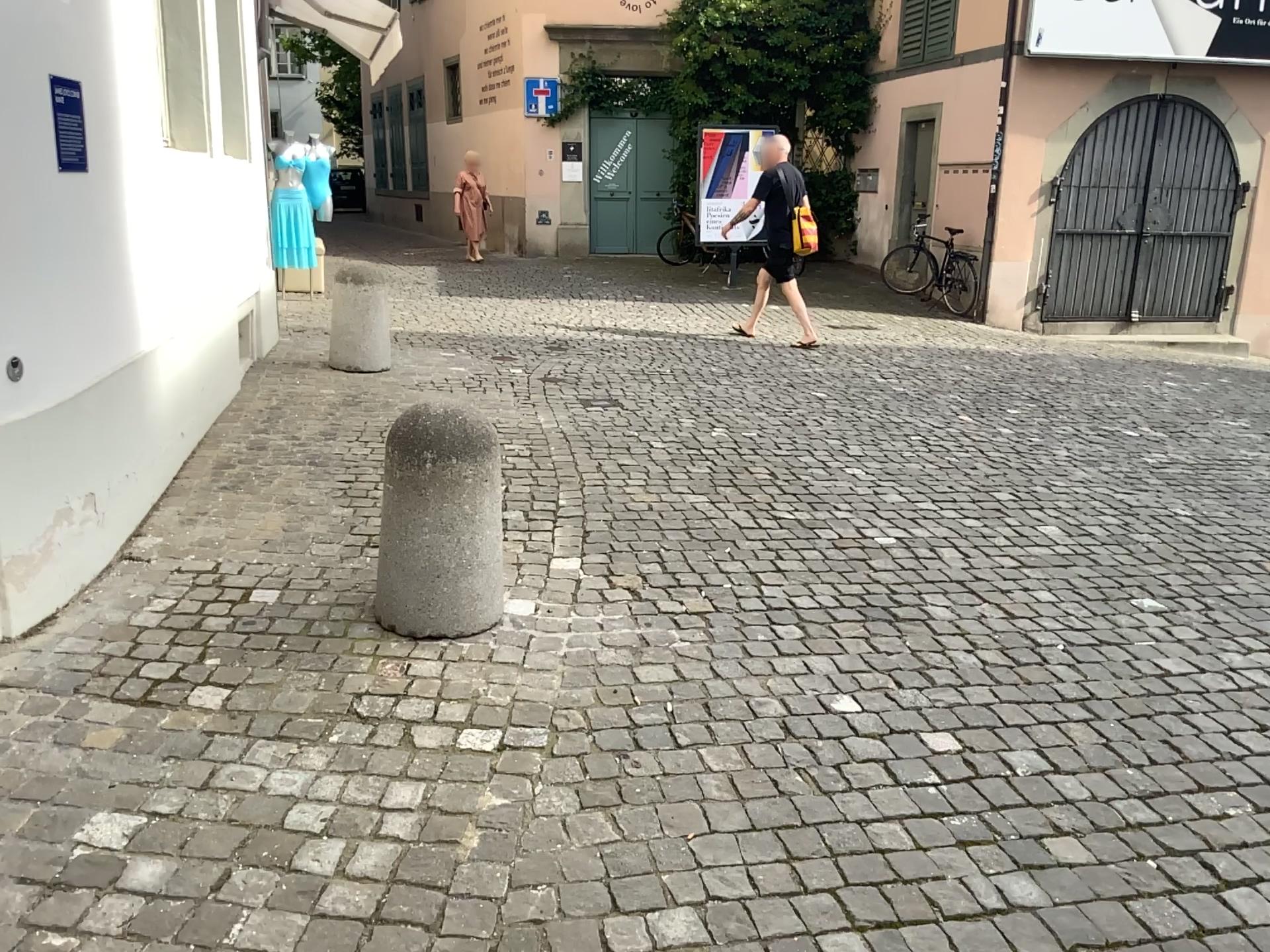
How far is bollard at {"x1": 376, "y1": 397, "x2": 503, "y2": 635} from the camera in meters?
3.0

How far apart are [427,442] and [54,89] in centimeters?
152cm

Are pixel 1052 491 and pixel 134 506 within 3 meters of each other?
no

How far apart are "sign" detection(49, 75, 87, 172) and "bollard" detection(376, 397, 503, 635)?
1.3m

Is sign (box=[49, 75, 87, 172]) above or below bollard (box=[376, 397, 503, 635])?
above

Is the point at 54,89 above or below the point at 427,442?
above

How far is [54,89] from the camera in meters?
3.1

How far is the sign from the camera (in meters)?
Result: 3.11
